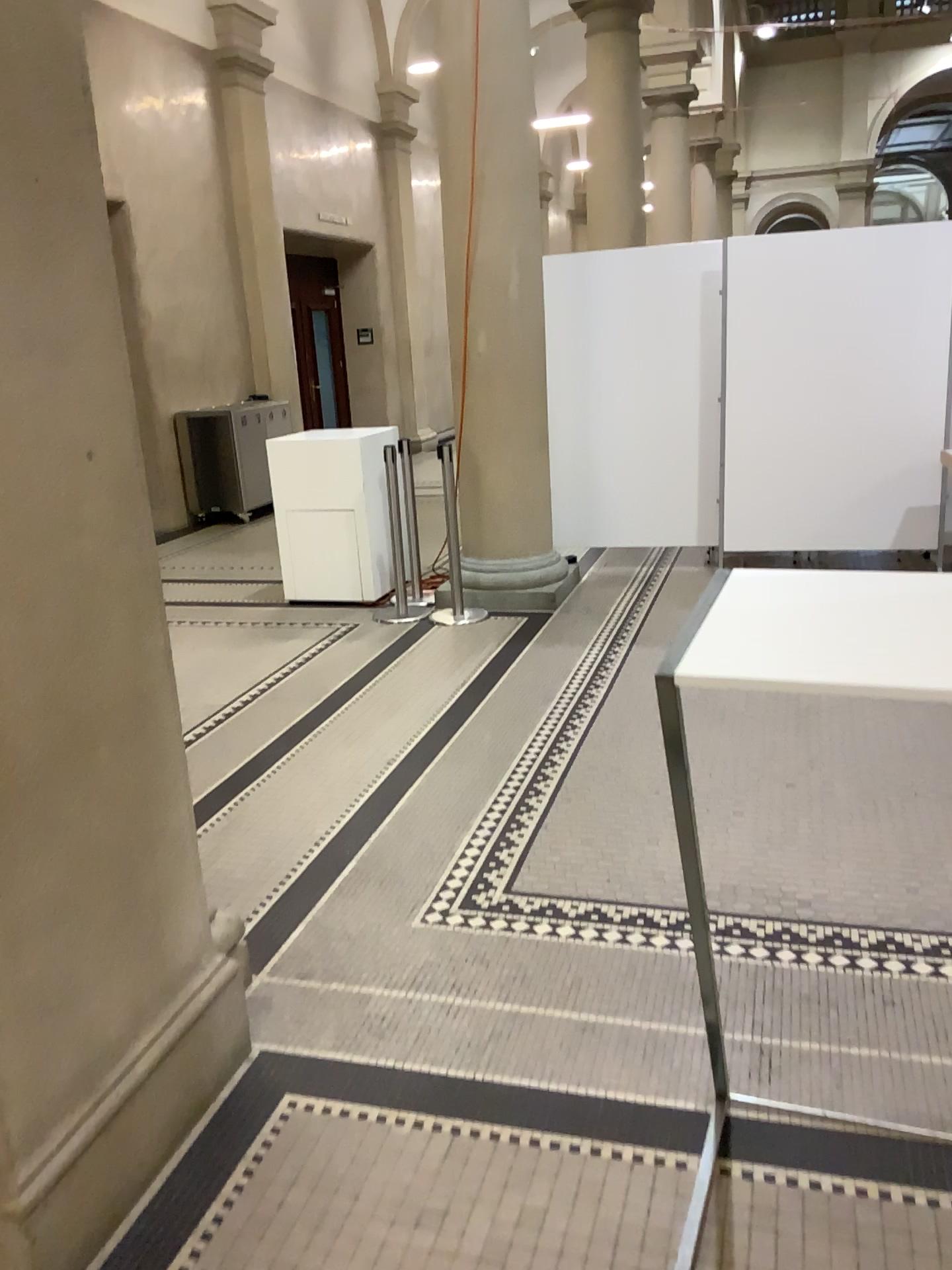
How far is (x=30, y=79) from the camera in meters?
1.7 m

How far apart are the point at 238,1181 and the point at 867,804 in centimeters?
223cm

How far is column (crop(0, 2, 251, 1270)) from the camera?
1.7 meters
